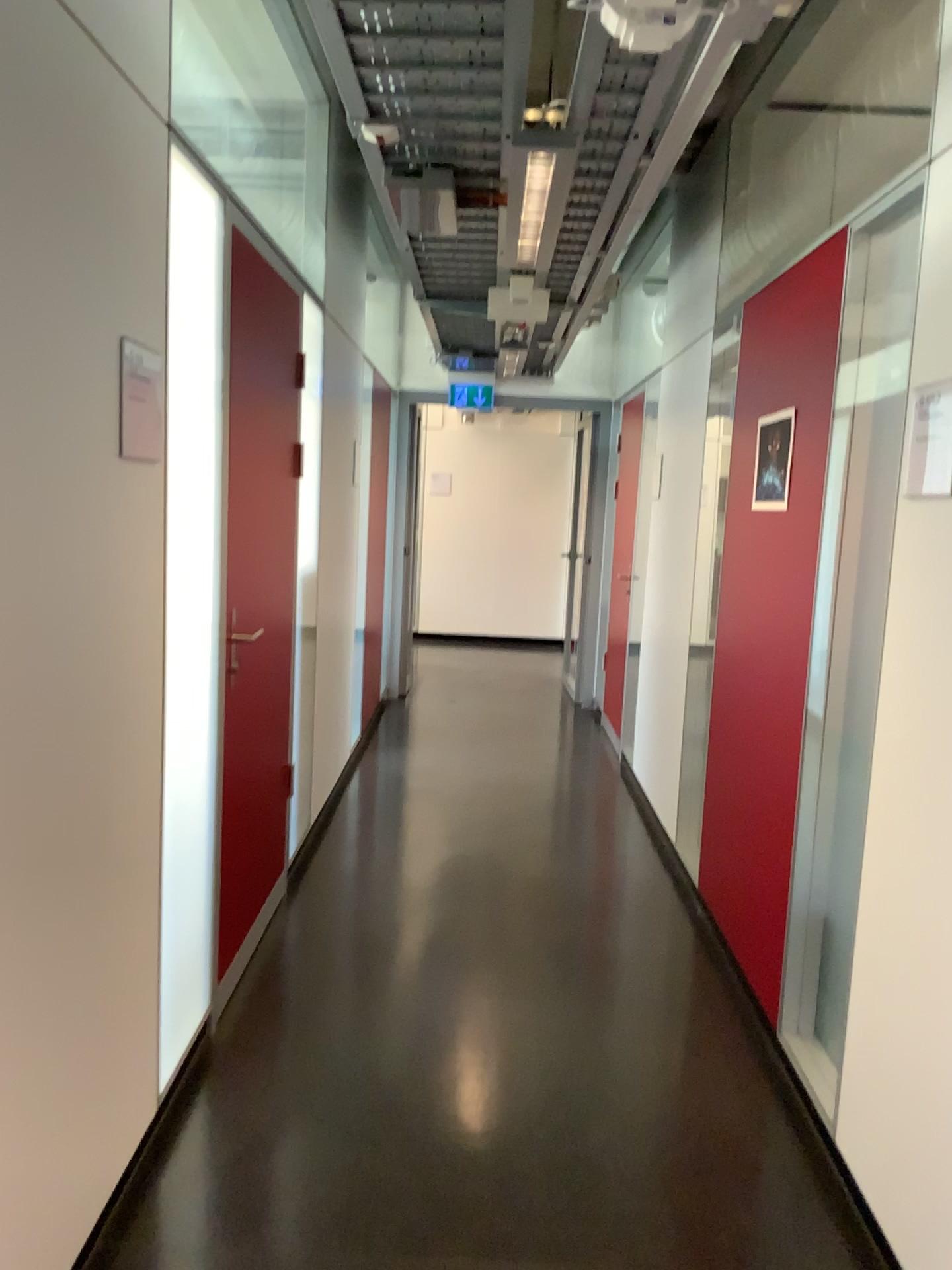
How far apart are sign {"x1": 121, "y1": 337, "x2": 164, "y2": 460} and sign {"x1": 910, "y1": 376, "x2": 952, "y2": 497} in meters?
1.5 m

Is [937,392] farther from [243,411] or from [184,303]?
[243,411]

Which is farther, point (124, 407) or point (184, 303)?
point (184, 303)

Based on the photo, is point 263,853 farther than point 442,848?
No

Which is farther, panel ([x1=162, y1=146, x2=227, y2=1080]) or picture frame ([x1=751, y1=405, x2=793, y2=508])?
picture frame ([x1=751, y1=405, x2=793, y2=508])

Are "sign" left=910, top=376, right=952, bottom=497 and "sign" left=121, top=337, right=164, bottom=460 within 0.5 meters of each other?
no

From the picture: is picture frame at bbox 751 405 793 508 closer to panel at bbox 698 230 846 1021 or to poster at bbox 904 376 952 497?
panel at bbox 698 230 846 1021

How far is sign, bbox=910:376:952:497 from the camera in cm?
193

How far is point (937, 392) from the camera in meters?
1.9

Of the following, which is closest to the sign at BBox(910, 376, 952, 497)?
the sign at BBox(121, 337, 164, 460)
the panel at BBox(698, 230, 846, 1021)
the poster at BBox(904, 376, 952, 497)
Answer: the poster at BBox(904, 376, 952, 497)
